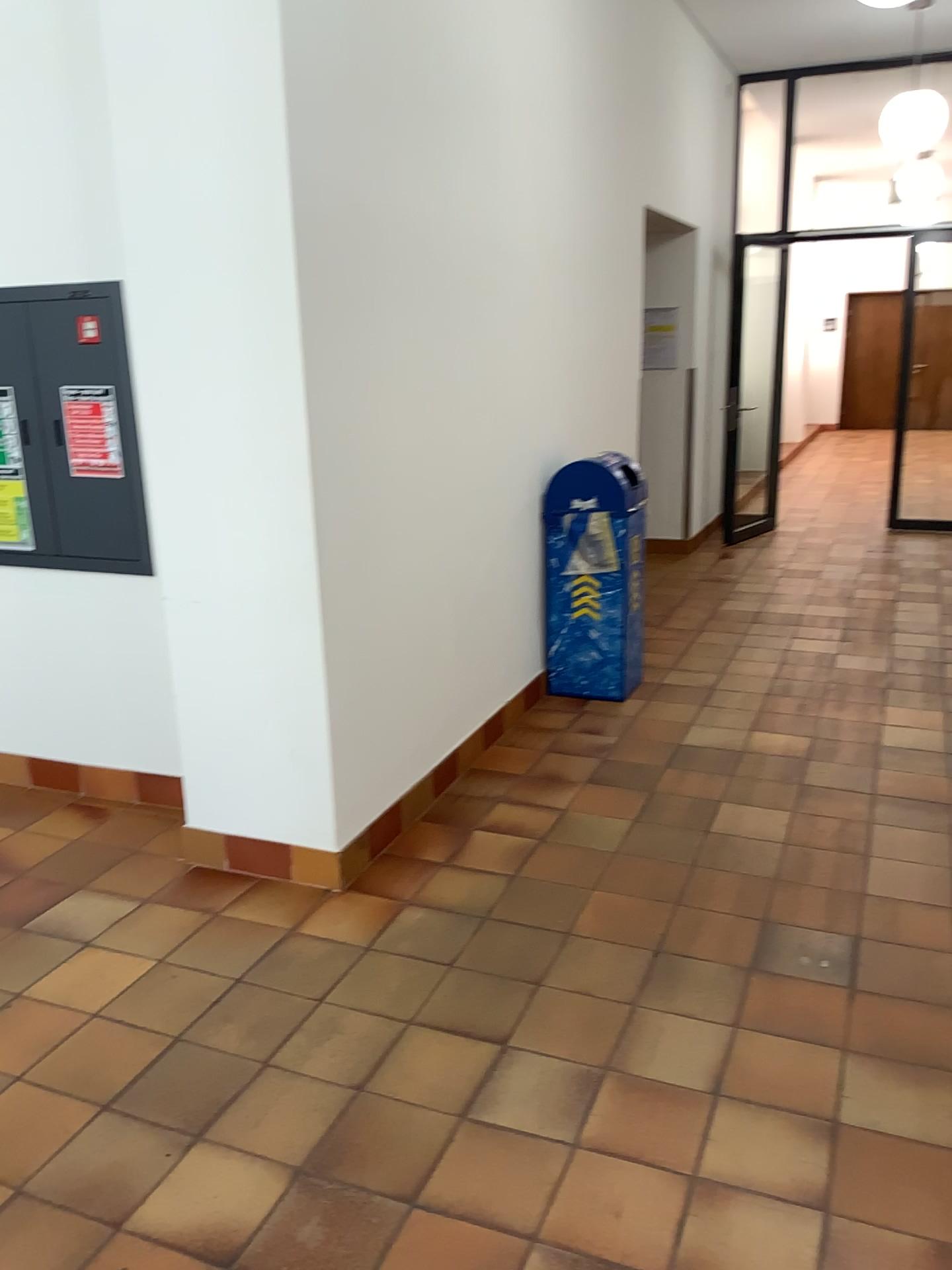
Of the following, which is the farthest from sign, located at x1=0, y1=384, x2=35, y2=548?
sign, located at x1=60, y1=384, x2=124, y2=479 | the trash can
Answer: the trash can

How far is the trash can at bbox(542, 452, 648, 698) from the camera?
4.7m

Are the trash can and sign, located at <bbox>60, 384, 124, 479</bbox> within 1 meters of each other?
no

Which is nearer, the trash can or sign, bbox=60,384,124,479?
sign, bbox=60,384,124,479

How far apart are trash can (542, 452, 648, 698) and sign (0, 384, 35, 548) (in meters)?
2.14

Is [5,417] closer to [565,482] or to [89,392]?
[89,392]

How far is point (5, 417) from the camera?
3.70m

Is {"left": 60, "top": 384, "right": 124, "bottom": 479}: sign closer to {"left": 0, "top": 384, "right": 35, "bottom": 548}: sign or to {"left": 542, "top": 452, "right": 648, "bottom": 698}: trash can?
{"left": 0, "top": 384, "right": 35, "bottom": 548}: sign

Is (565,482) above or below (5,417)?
below

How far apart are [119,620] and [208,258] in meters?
1.5
